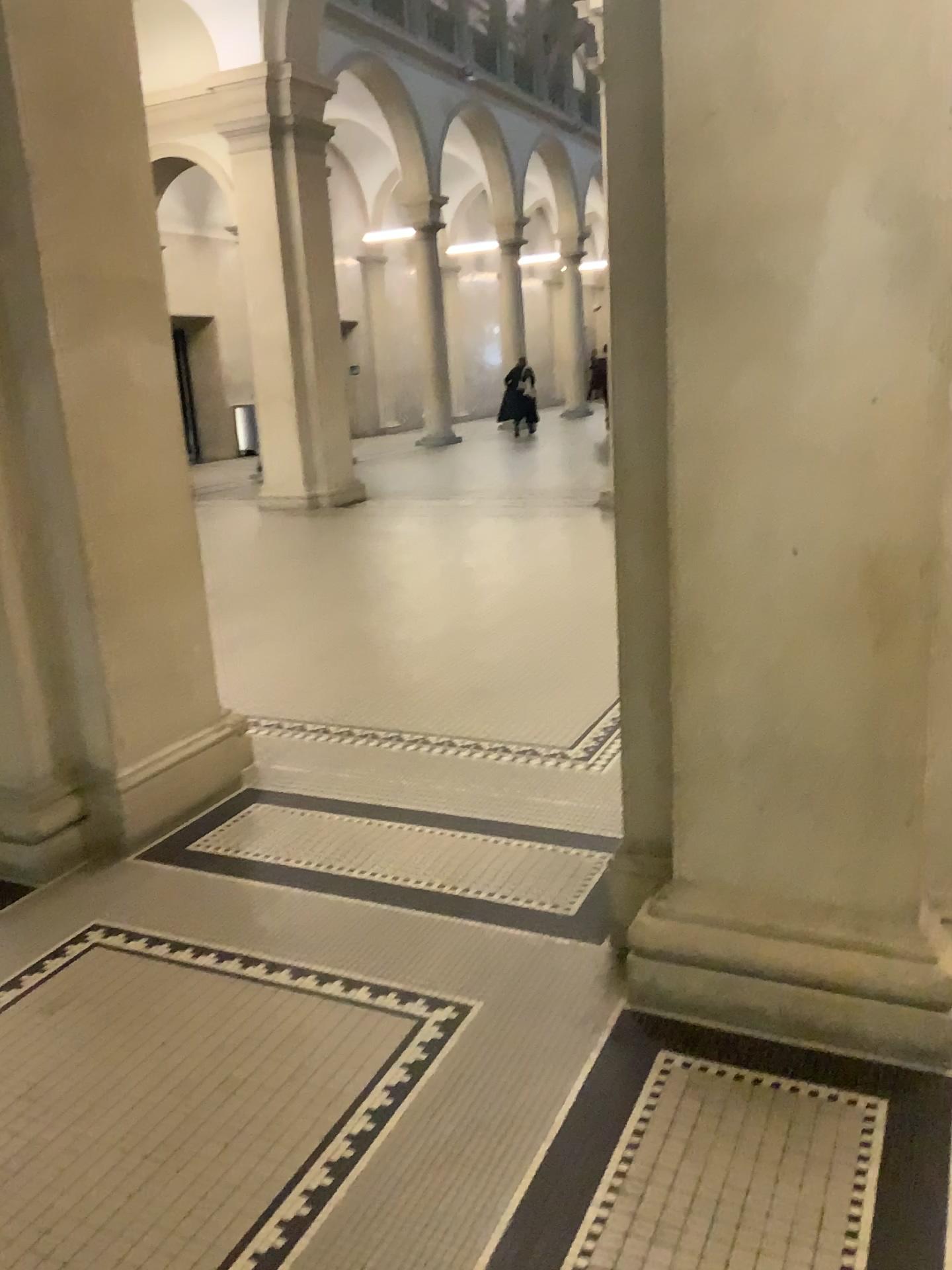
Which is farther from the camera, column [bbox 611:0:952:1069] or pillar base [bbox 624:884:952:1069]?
pillar base [bbox 624:884:952:1069]

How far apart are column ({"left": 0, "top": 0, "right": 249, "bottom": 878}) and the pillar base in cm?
181

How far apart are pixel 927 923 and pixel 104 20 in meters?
3.4

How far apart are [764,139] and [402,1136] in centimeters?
211cm

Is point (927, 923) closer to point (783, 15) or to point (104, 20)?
point (783, 15)

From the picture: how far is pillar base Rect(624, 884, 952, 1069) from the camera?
2.25m

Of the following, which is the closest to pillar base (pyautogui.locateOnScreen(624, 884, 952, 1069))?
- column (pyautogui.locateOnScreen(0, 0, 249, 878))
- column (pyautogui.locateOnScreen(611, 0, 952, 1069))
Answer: column (pyautogui.locateOnScreen(611, 0, 952, 1069))

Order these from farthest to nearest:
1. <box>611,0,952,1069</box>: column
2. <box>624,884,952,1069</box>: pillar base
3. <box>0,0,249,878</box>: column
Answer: <box>0,0,249,878</box>: column, <box>624,884,952,1069</box>: pillar base, <box>611,0,952,1069</box>: column

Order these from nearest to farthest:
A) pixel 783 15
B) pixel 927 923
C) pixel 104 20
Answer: pixel 783 15 → pixel 927 923 → pixel 104 20

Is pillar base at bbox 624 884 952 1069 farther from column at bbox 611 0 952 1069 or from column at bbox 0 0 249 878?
column at bbox 0 0 249 878
